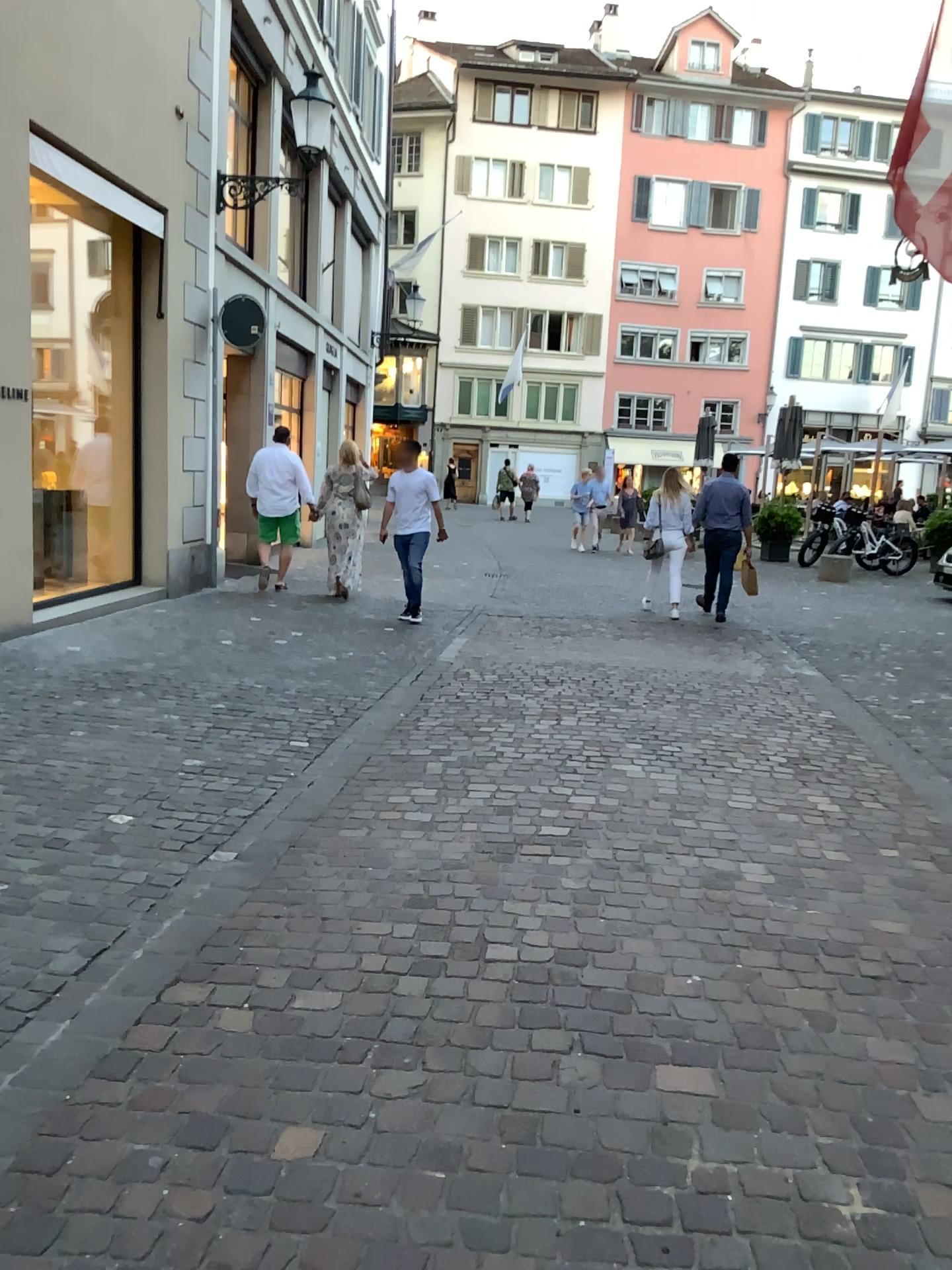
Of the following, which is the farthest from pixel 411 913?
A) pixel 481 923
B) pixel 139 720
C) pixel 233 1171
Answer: pixel 139 720
